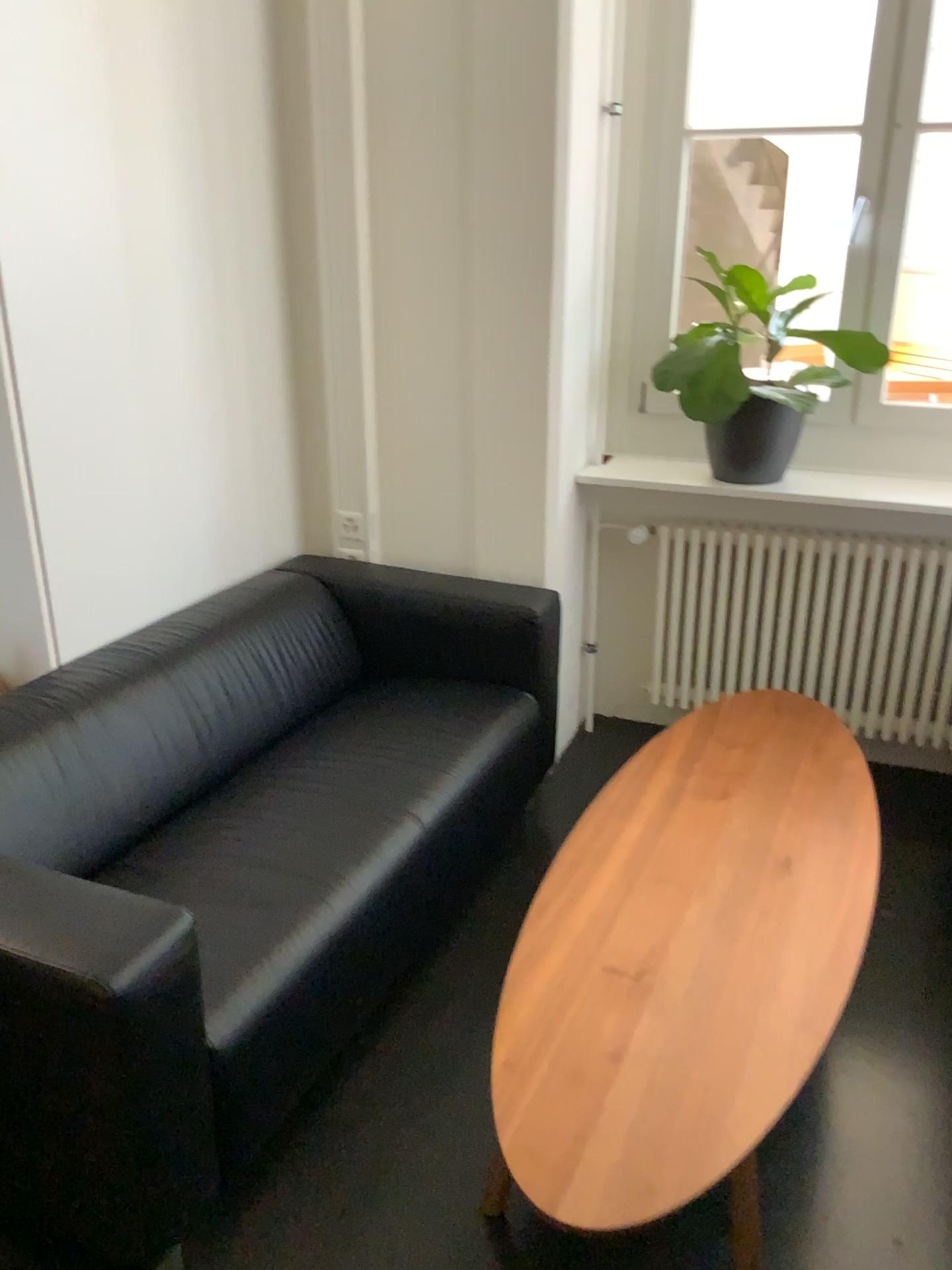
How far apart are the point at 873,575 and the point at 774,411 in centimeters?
55cm

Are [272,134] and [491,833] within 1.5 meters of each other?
no

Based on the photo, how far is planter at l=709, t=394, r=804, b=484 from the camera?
2.93m

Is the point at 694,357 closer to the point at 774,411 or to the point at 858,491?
the point at 774,411

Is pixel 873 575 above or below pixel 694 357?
below

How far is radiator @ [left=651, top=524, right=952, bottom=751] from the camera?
3.0m
